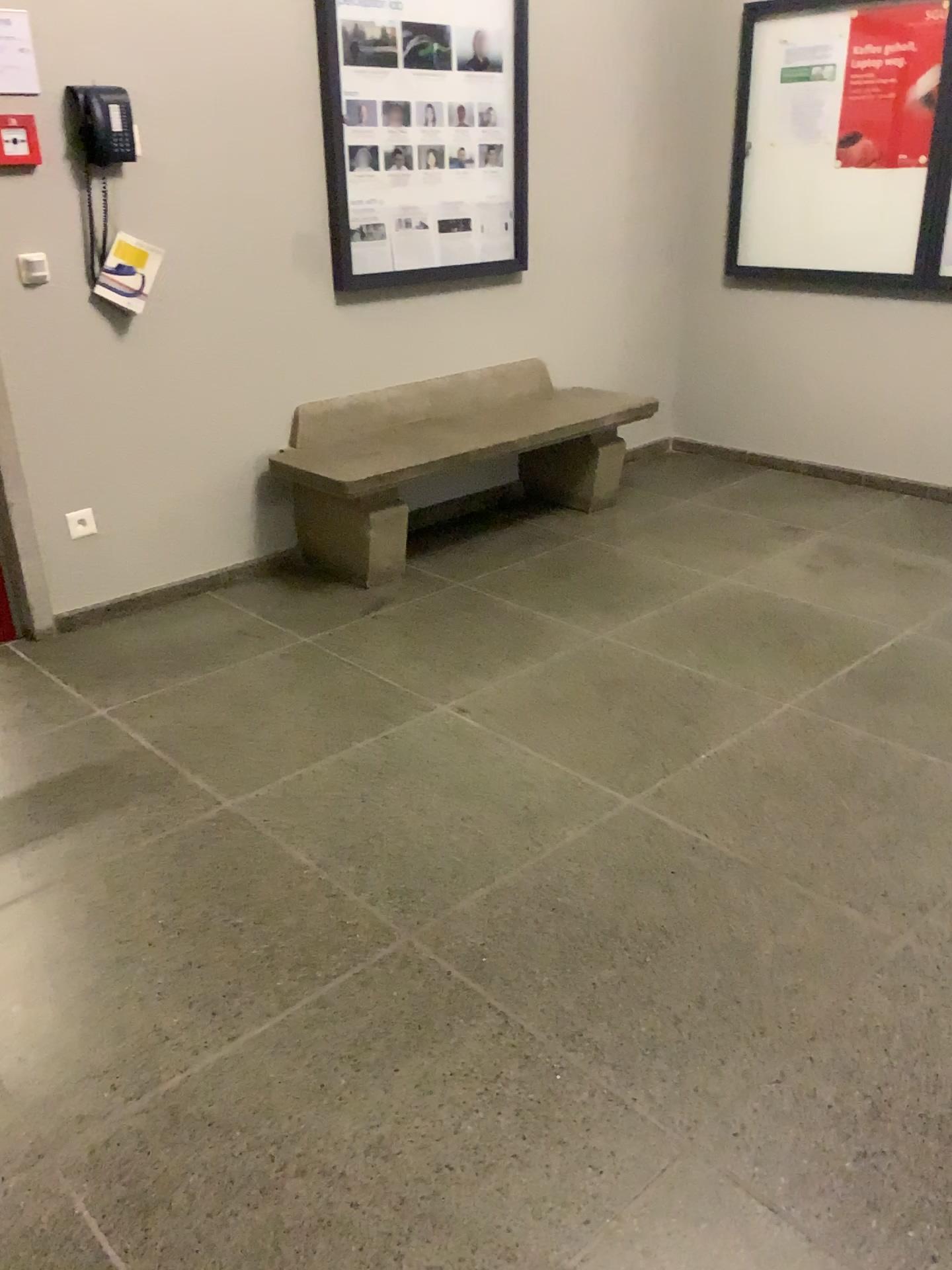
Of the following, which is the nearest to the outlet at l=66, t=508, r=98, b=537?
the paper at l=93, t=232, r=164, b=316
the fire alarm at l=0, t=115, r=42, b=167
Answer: the paper at l=93, t=232, r=164, b=316

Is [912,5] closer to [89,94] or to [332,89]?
[332,89]

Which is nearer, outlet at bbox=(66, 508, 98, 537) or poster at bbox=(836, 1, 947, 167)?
outlet at bbox=(66, 508, 98, 537)

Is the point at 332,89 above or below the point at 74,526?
above

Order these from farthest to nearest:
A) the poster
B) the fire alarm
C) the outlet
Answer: the poster → the outlet → the fire alarm

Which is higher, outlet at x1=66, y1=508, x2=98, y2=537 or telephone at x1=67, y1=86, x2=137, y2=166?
telephone at x1=67, y1=86, x2=137, y2=166

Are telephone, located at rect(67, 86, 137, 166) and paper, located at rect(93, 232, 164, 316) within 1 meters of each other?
yes

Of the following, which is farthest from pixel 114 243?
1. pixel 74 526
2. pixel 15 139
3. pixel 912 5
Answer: pixel 912 5

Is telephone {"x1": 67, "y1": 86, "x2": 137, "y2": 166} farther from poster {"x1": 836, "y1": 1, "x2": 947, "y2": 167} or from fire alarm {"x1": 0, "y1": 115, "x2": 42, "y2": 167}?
poster {"x1": 836, "y1": 1, "x2": 947, "y2": 167}

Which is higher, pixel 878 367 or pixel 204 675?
pixel 878 367
